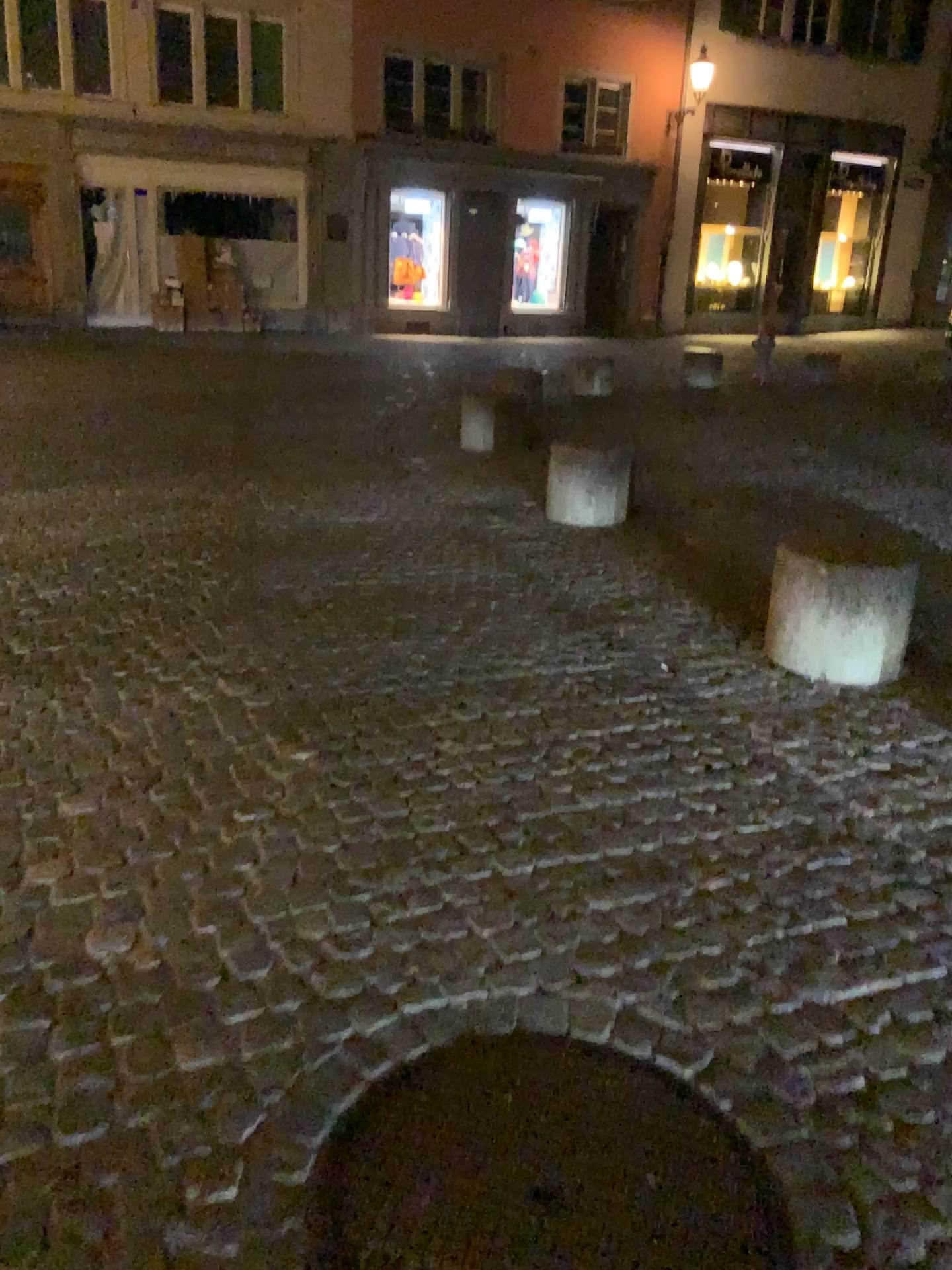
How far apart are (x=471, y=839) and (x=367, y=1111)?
0.9 meters

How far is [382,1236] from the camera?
1.5m

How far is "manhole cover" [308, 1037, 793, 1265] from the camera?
1.5 meters
